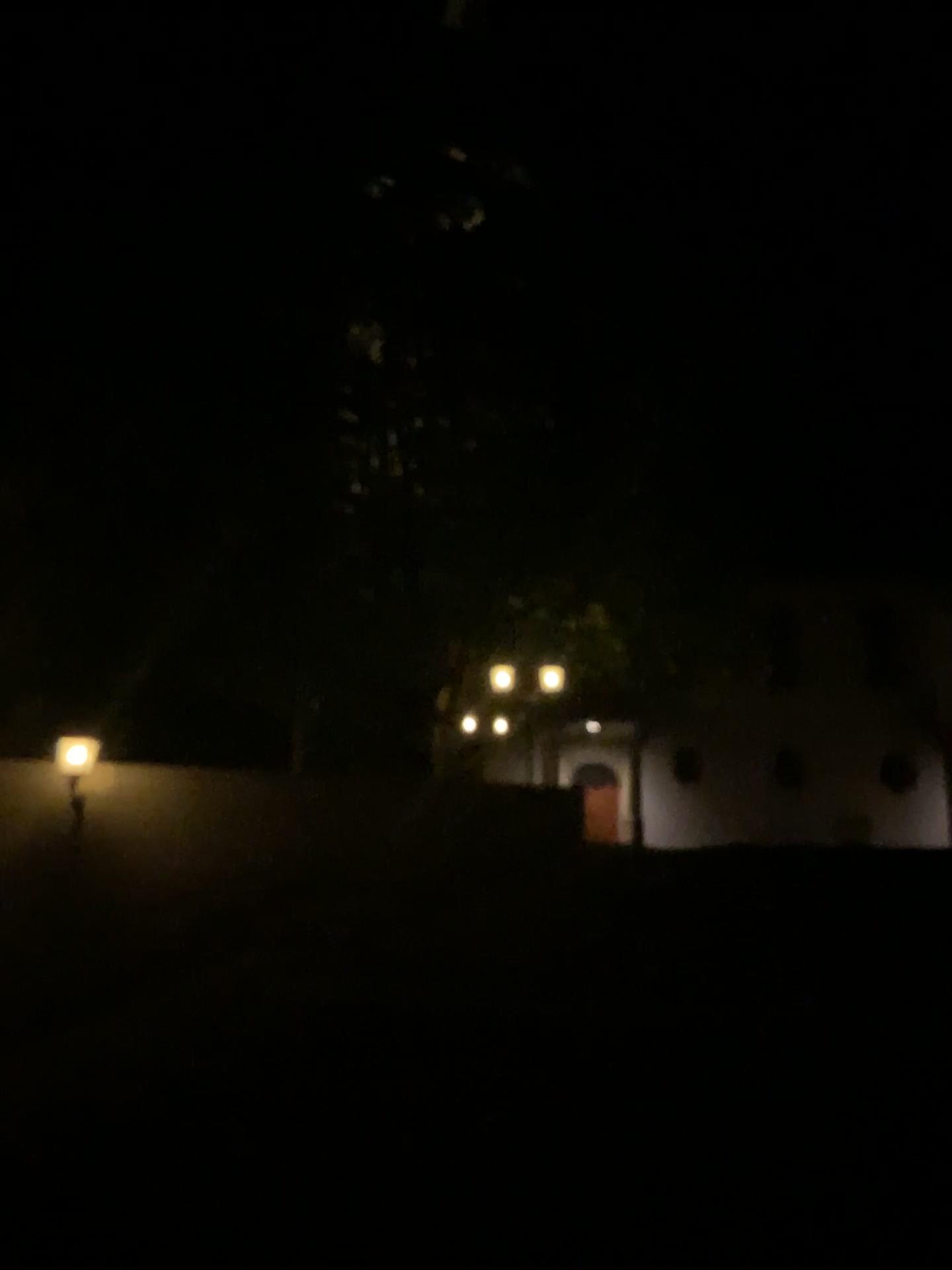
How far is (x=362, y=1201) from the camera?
4.1m
